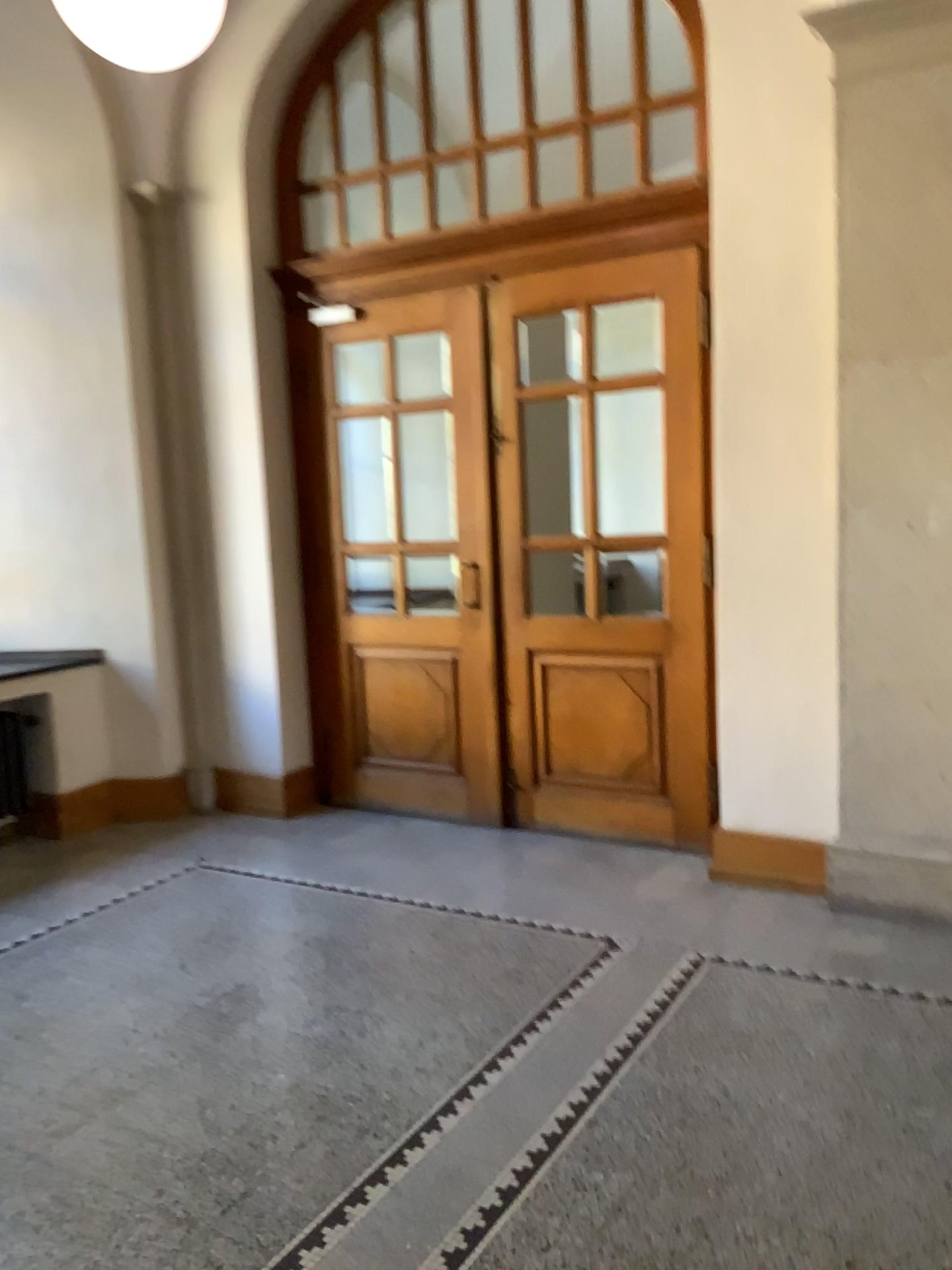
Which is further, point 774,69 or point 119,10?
point 774,69

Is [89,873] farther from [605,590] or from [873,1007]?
[873,1007]

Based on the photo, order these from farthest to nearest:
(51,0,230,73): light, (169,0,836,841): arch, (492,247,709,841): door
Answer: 1. (492,247,709,841): door
2. (169,0,836,841): arch
3. (51,0,230,73): light

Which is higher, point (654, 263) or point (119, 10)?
point (119, 10)

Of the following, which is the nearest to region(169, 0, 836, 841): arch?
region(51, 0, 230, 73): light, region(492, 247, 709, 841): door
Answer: region(492, 247, 709, 841): door

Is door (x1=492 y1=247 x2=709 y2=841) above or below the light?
below

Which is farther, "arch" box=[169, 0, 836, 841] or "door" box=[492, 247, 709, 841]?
"door" box=[492, 247, 709, 841]

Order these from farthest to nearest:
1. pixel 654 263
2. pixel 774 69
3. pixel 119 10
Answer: pixel 654 263 < pixel 774 69 < pixel 119 10

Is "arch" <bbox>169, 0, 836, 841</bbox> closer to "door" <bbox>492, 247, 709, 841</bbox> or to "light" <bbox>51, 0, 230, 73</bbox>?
"door" <bbox>492, 247, 709, 841</bbox>
